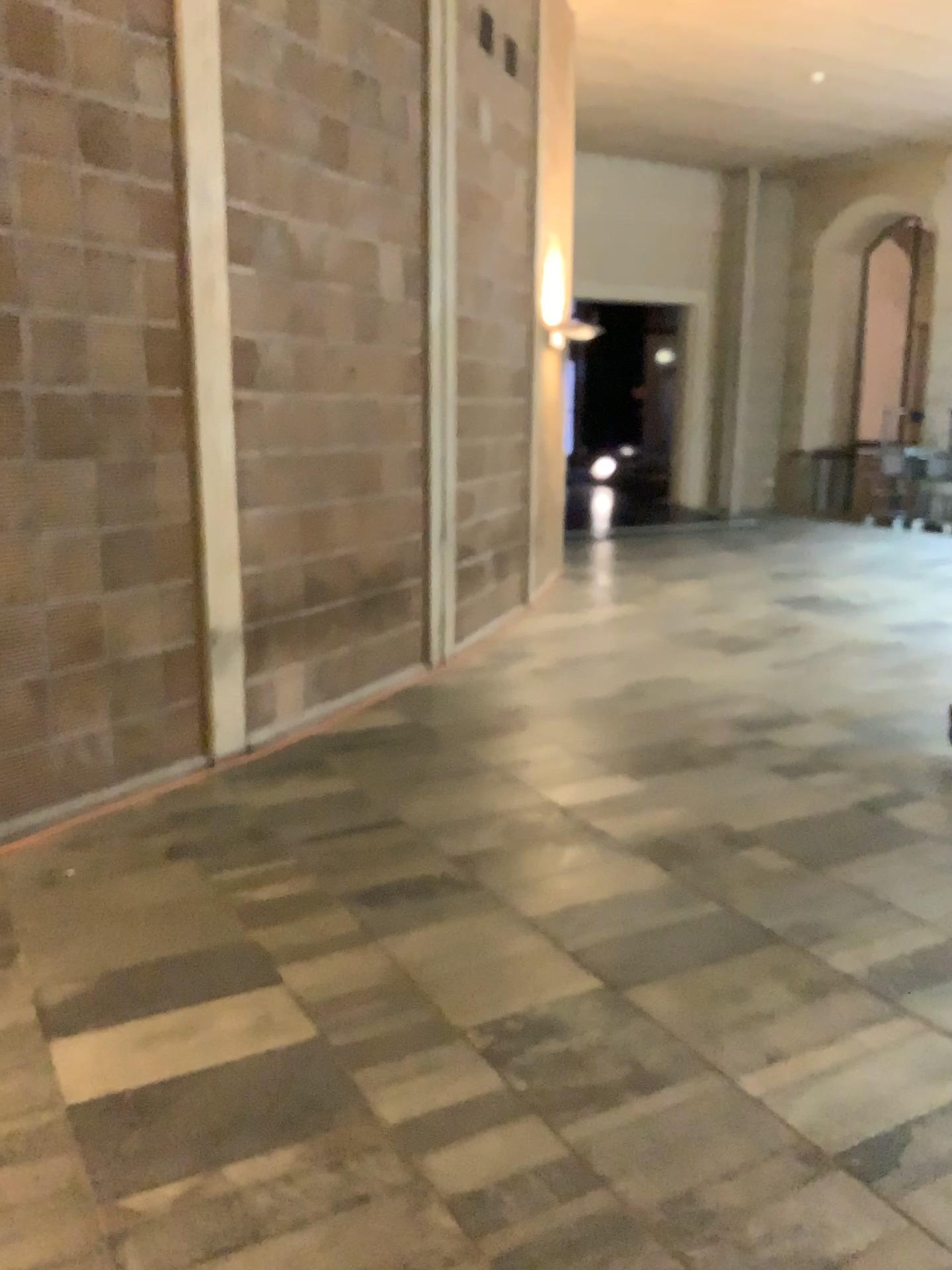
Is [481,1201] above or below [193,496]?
below
